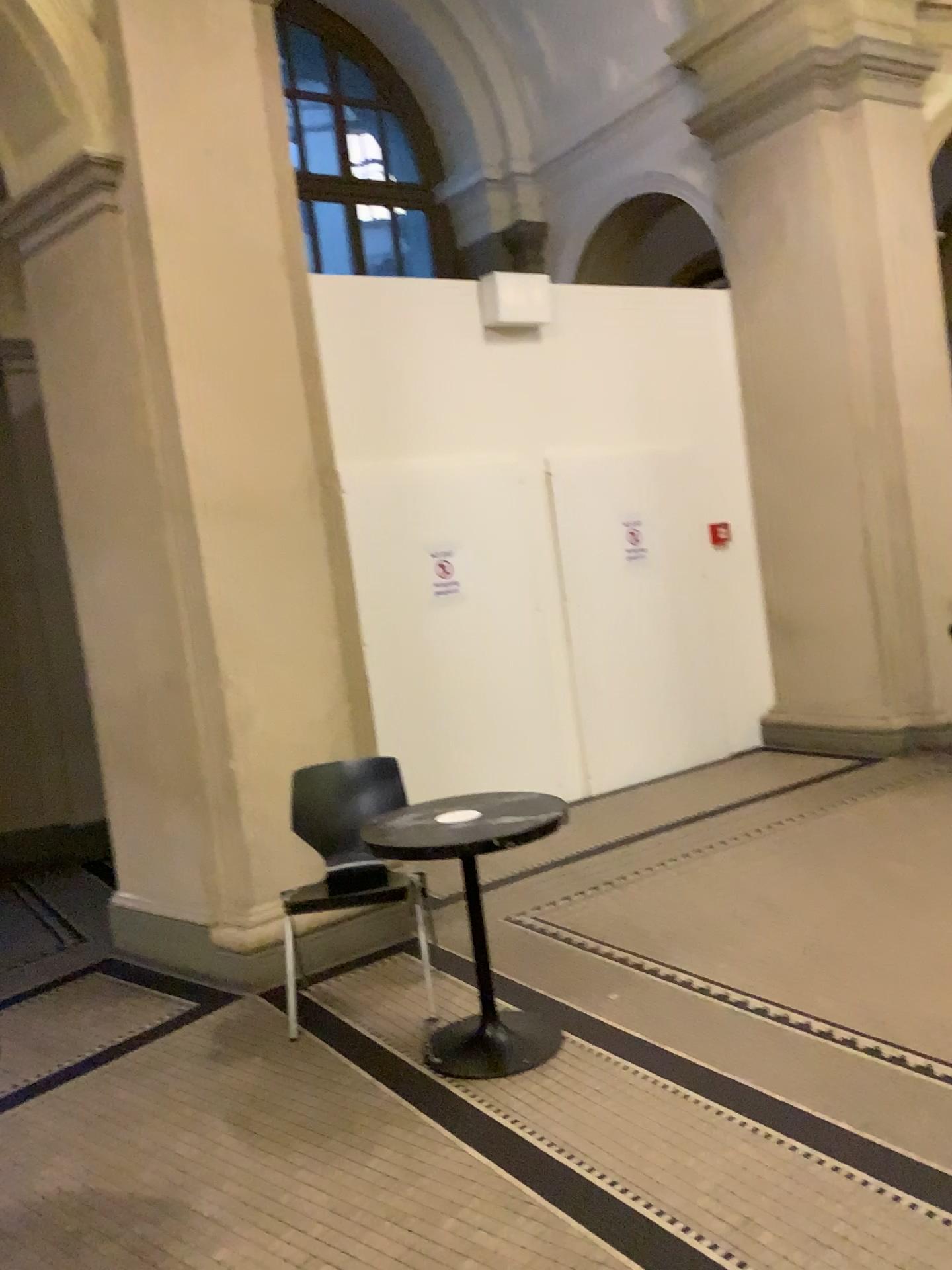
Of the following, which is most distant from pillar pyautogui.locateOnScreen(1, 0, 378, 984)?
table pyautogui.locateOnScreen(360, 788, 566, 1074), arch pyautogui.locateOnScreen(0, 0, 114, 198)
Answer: table pyautogui.locateOnScreen(360, 788, 566, 1074)

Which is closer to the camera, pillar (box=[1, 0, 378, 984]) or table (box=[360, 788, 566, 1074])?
table (box=[360, 788, 566, 1074])

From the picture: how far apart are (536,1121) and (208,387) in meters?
2.9 m

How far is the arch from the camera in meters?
3.9 m

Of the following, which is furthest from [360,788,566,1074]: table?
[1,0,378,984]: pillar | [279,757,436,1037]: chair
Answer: [1,0,378,984]: pillar

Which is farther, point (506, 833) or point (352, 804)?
point (352, 804)

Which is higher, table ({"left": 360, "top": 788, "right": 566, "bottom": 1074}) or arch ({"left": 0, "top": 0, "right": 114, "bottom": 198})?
arch ({"left": 0, "top": 0, "right": 114, "bottom": 198})

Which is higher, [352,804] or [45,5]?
[45,5]

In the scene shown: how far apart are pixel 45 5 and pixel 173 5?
0.47m

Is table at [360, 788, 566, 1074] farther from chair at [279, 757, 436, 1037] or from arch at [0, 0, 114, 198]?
arch at [0, 0, 114, 198]
